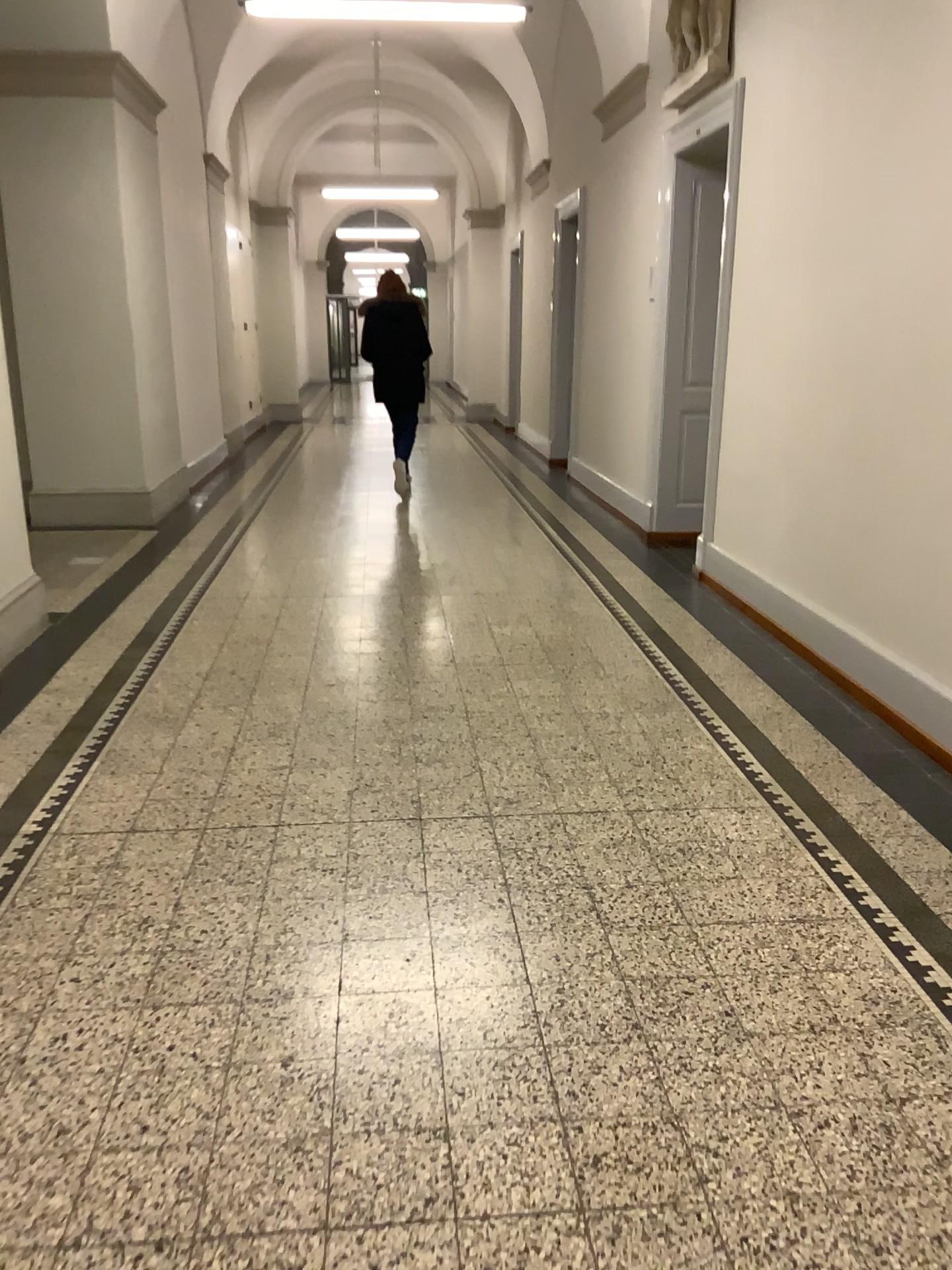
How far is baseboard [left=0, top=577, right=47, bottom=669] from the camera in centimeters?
450cm

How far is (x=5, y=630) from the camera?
4.5 meters

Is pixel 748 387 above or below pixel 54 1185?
above
